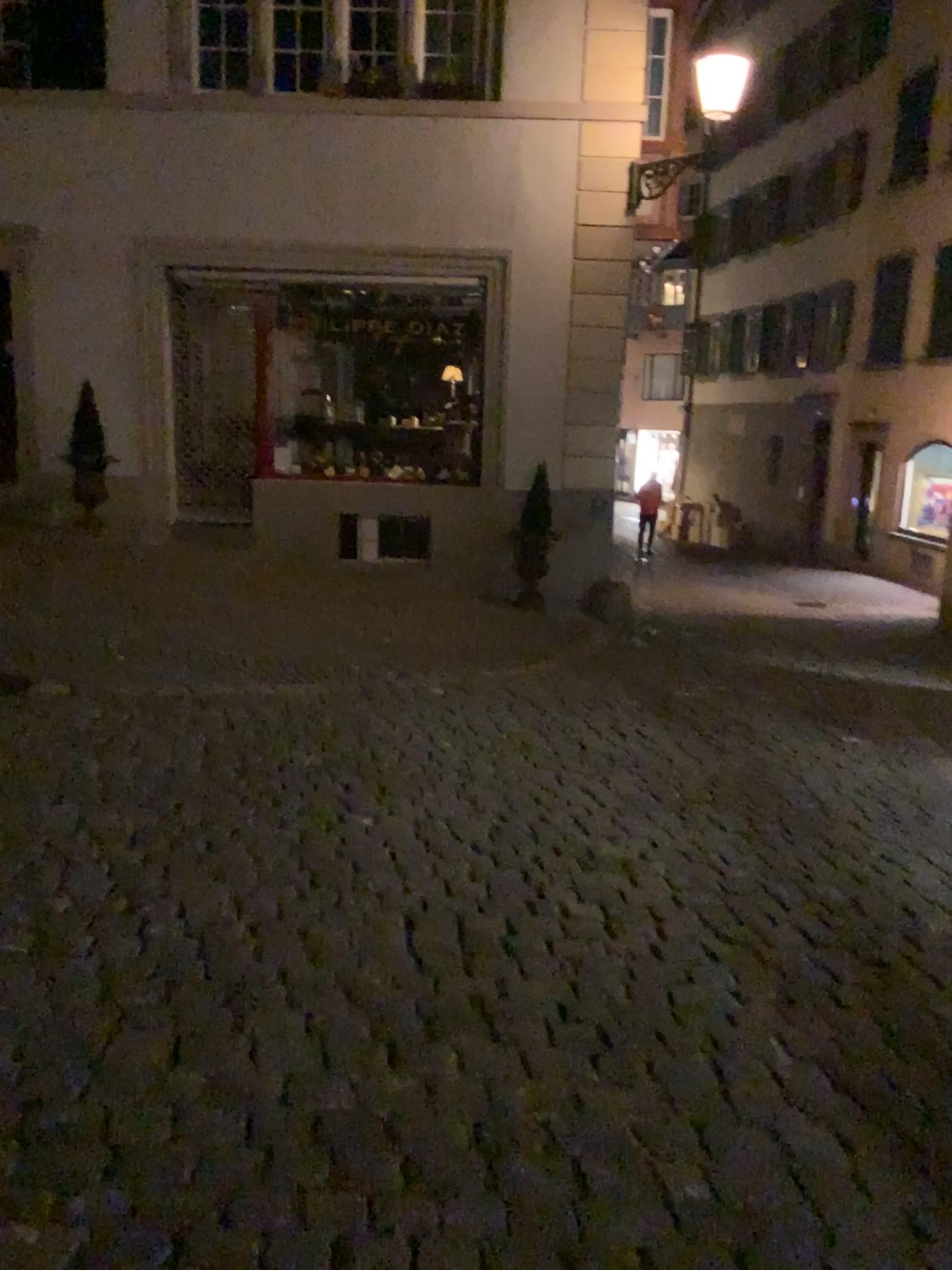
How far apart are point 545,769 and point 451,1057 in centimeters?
246cm
